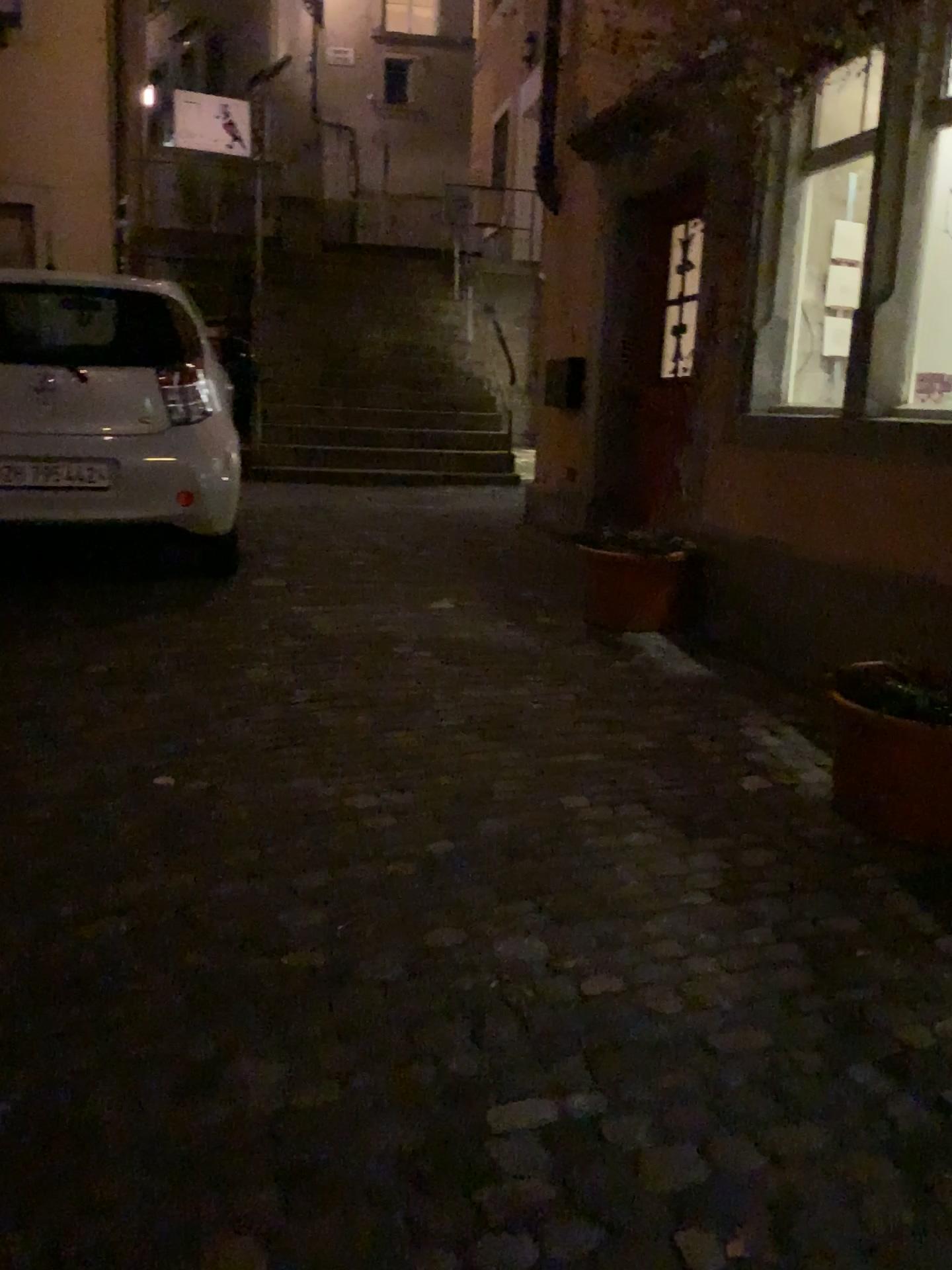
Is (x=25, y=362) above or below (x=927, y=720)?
above

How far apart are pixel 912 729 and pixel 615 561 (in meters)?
2.09

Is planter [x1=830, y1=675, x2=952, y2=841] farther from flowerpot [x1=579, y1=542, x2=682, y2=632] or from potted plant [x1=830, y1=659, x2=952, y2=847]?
flowerpot [x1=579, y1=542, x2=682, y2=632]

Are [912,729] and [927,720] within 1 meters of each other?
yes

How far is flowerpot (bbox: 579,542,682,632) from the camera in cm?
455

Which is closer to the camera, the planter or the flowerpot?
the planter

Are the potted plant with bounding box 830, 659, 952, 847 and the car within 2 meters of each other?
no

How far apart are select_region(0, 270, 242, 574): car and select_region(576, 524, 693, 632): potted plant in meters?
1.8 m

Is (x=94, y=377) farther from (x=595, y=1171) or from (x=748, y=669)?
(x=595, y=1171)

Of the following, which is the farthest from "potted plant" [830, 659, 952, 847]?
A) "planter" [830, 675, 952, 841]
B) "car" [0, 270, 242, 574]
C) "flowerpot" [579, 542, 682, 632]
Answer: "car" [0, 270, 242, 574]
